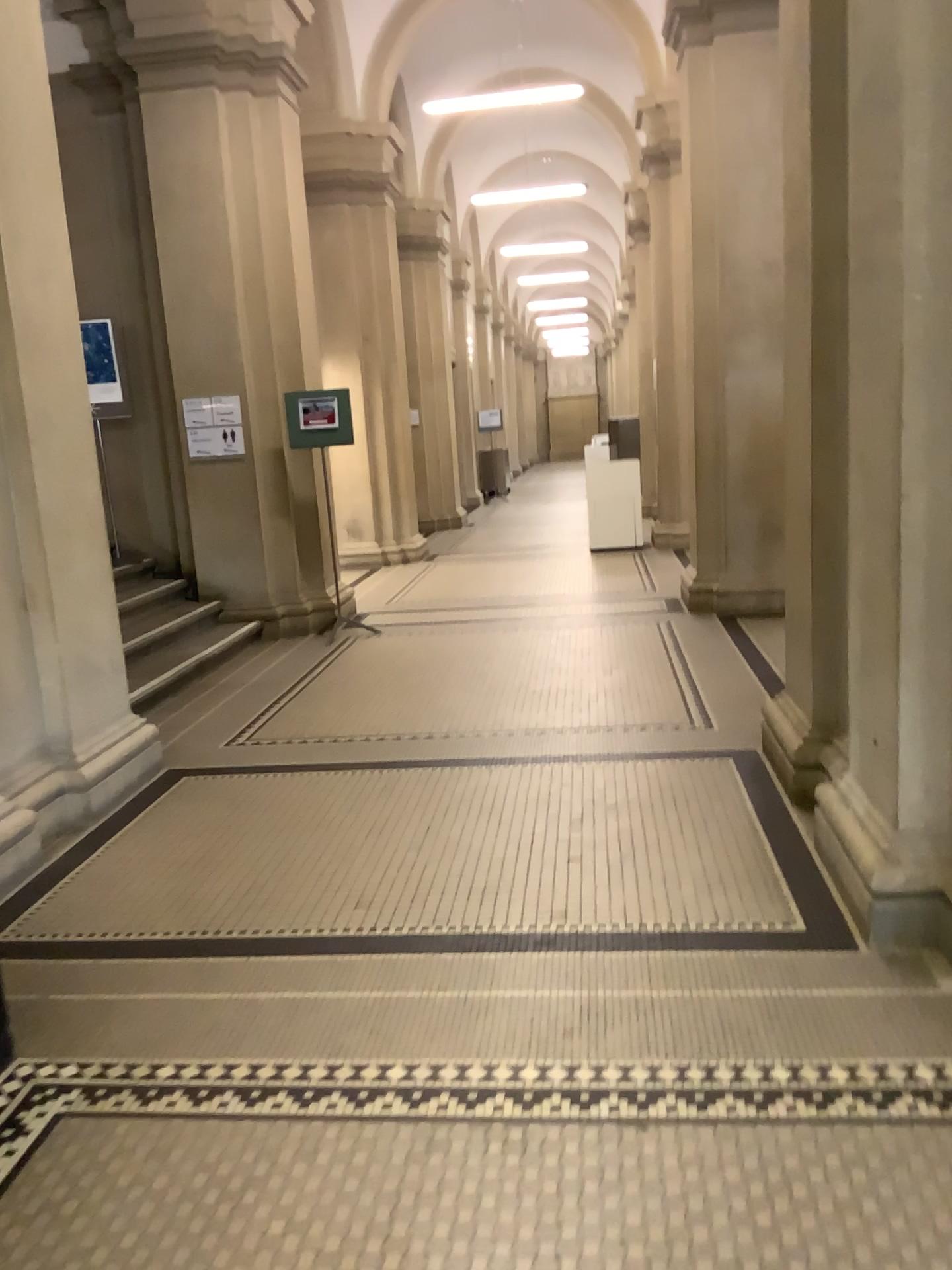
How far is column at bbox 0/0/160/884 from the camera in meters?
4.0 m

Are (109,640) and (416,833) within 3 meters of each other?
yes

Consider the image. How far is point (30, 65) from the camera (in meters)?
4.03
